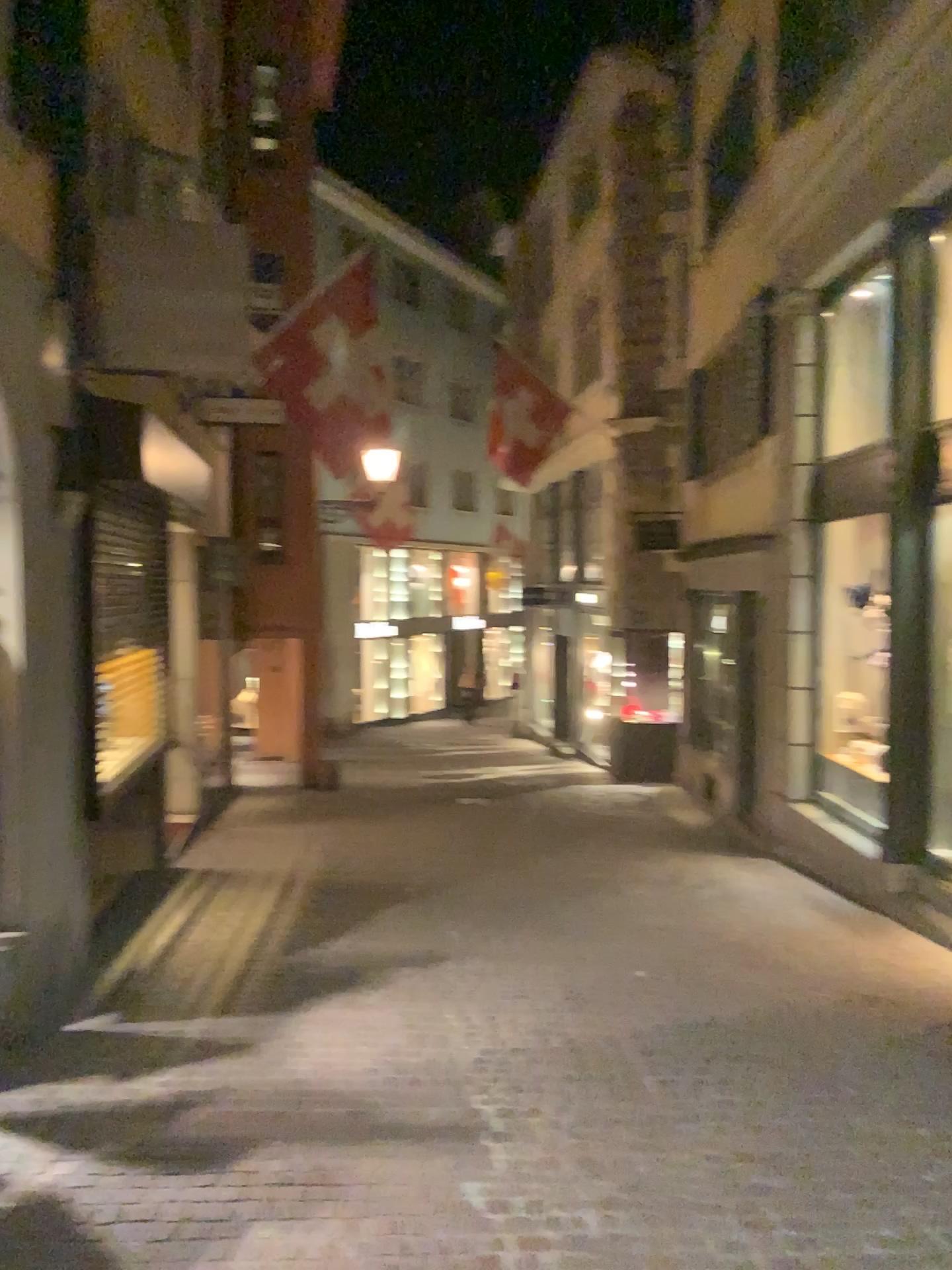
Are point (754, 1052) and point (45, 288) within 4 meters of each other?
no
